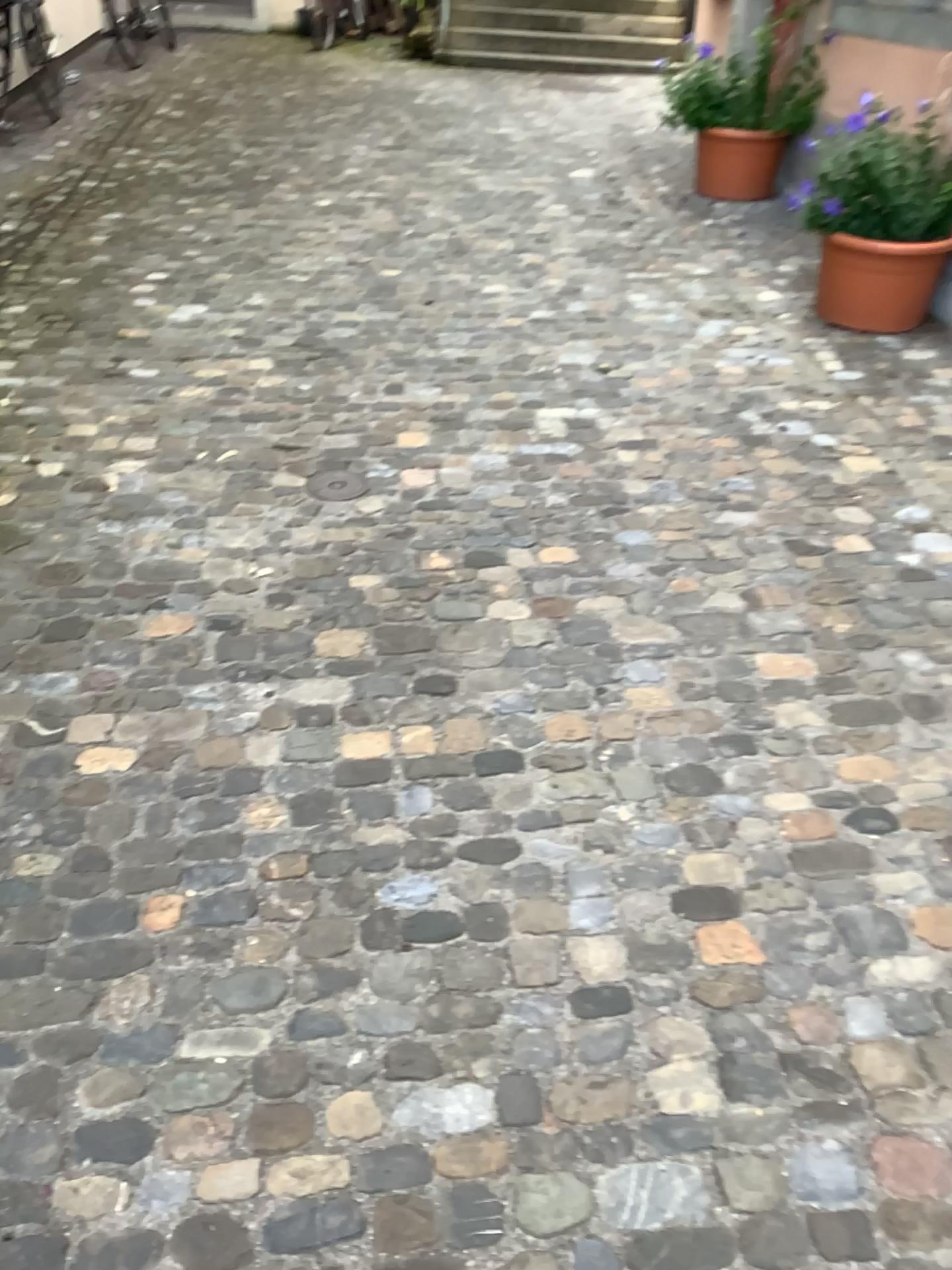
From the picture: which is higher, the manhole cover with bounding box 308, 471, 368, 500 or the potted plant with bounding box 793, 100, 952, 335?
the potted plant with bounding box 793, 100, 952, 335

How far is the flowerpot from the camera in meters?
3.9 m

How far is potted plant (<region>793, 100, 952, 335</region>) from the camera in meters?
Result: 4.0

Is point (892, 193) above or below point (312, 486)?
above

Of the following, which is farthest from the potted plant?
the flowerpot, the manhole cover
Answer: the manhole cover

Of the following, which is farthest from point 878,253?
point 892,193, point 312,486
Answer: point 312,486

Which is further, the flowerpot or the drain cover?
the flowerpot

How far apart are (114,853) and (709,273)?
3.8 meters

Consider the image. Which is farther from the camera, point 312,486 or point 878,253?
point 878,253

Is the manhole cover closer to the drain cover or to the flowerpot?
the drain cover
